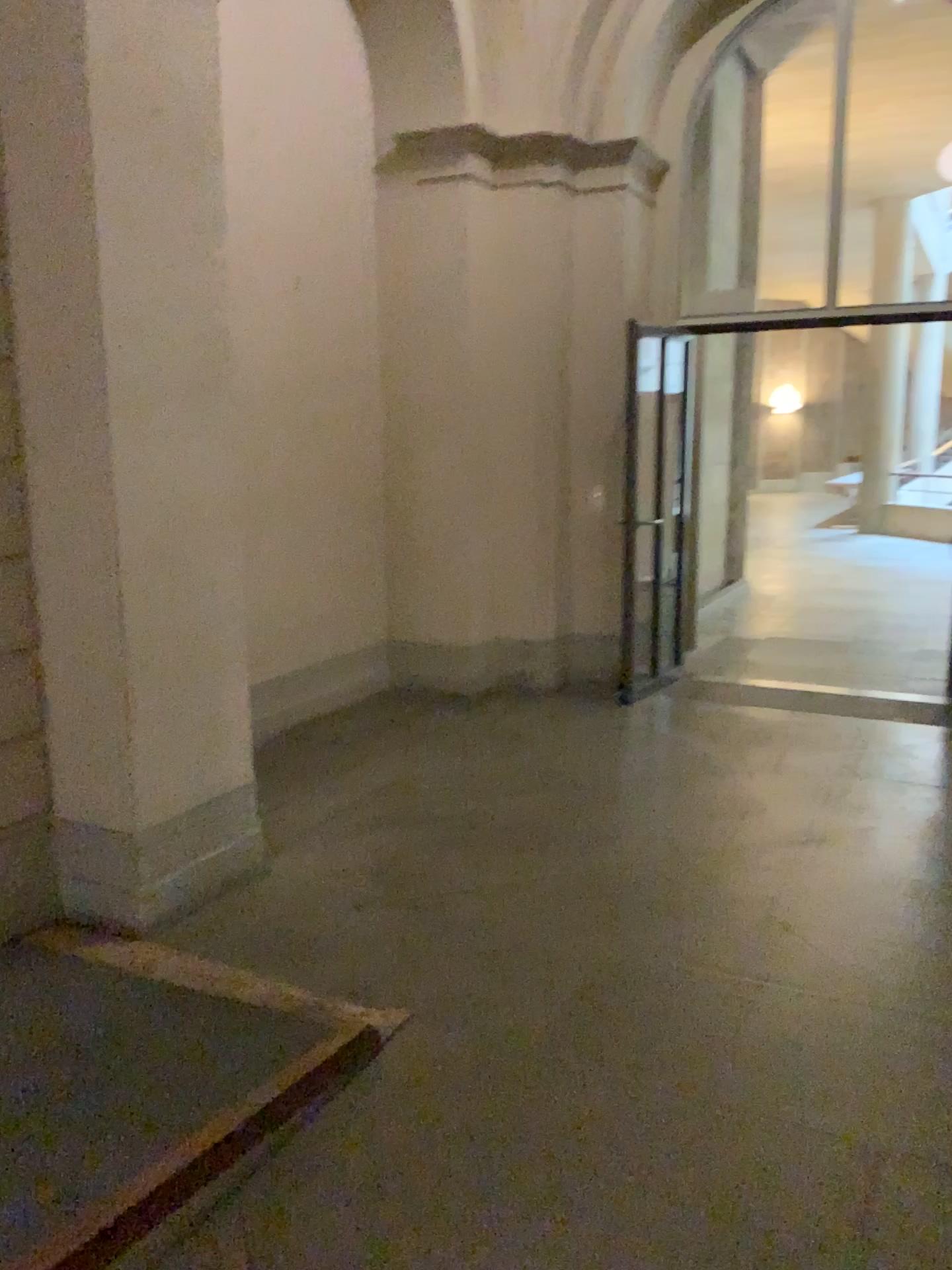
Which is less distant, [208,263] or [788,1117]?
[788,1117]
